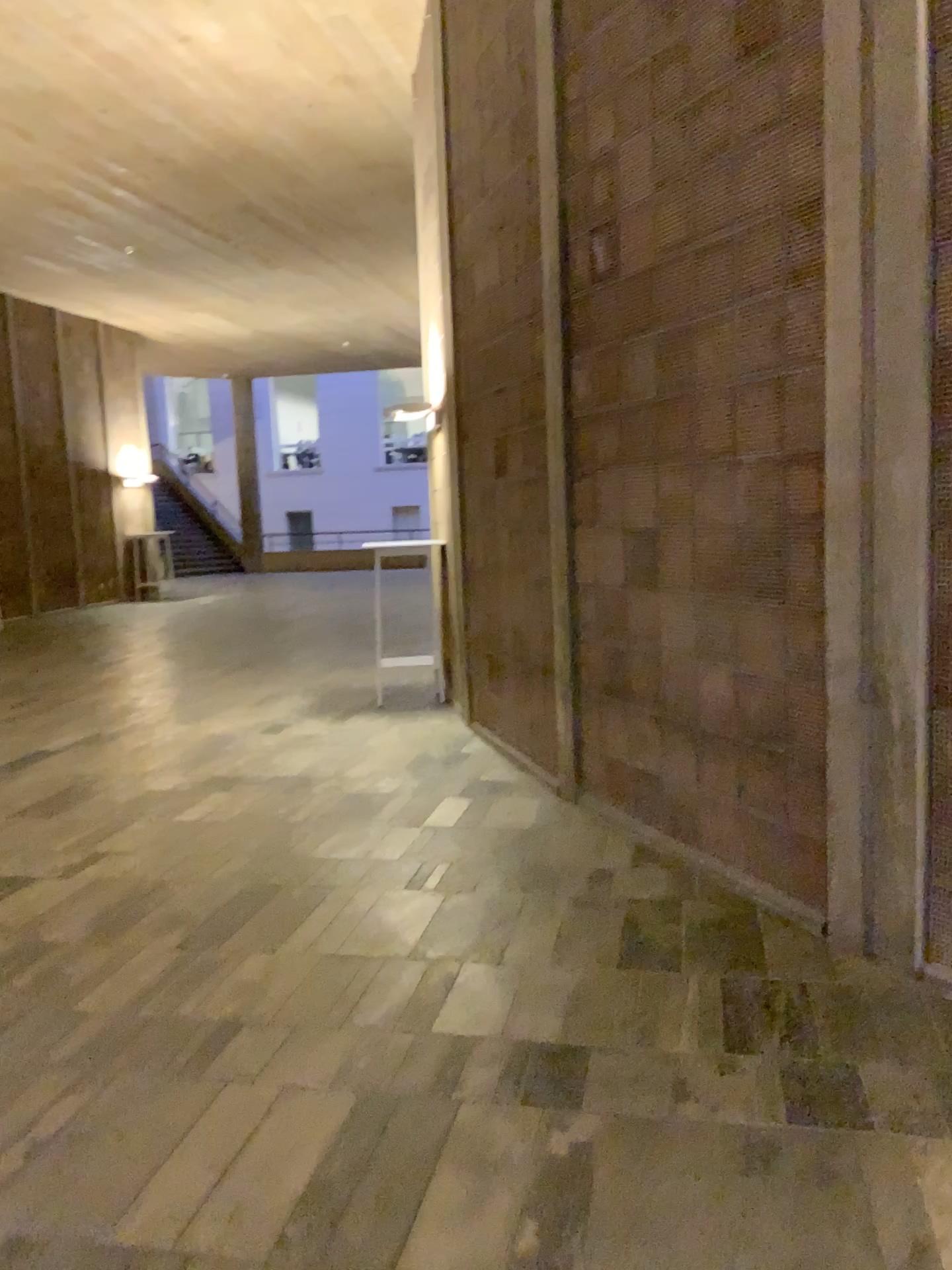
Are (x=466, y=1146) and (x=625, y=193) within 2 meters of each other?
no
